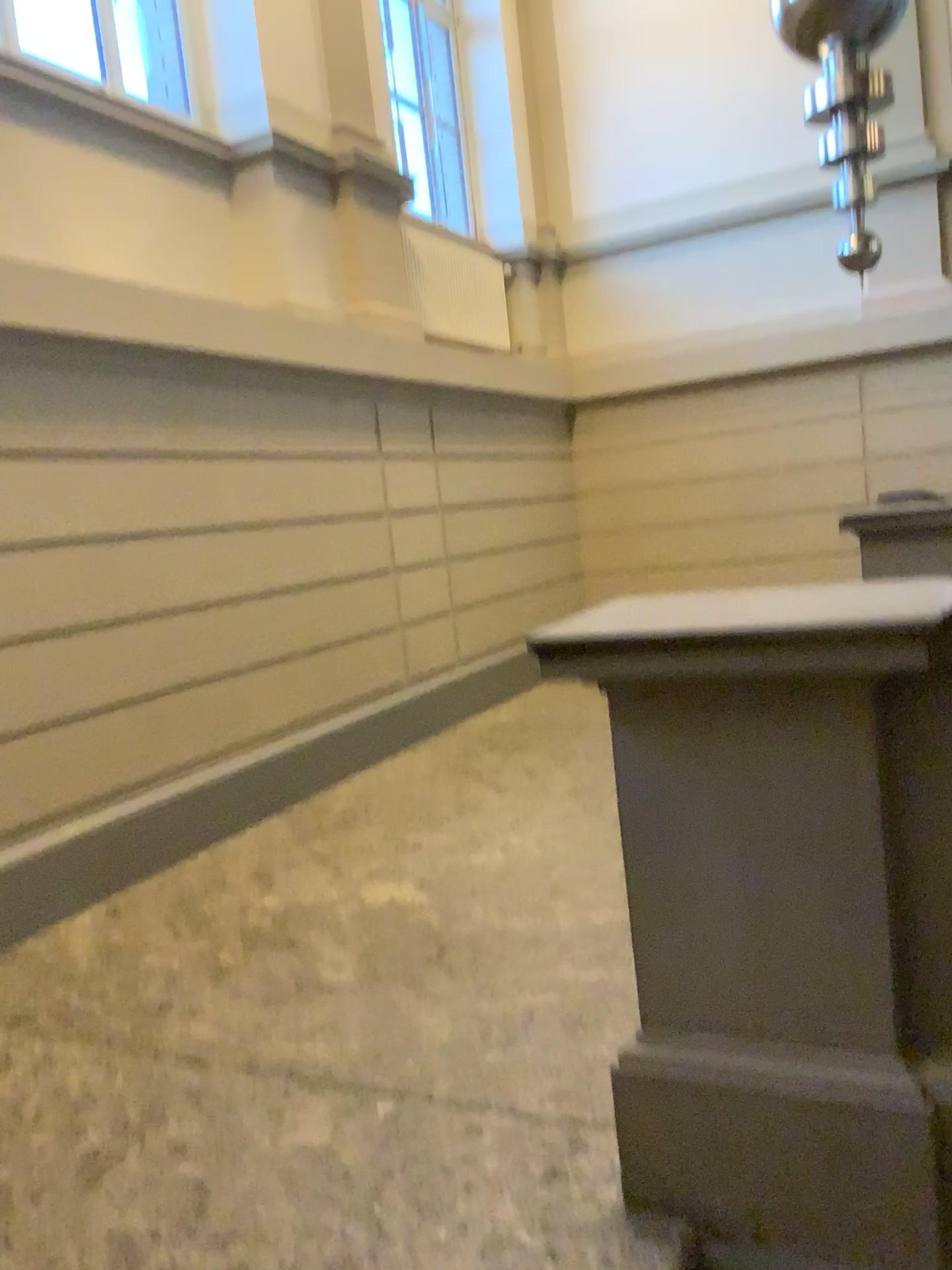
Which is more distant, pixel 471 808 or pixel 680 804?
pixel 471 808

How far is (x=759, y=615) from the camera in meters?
1.5

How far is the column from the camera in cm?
151
